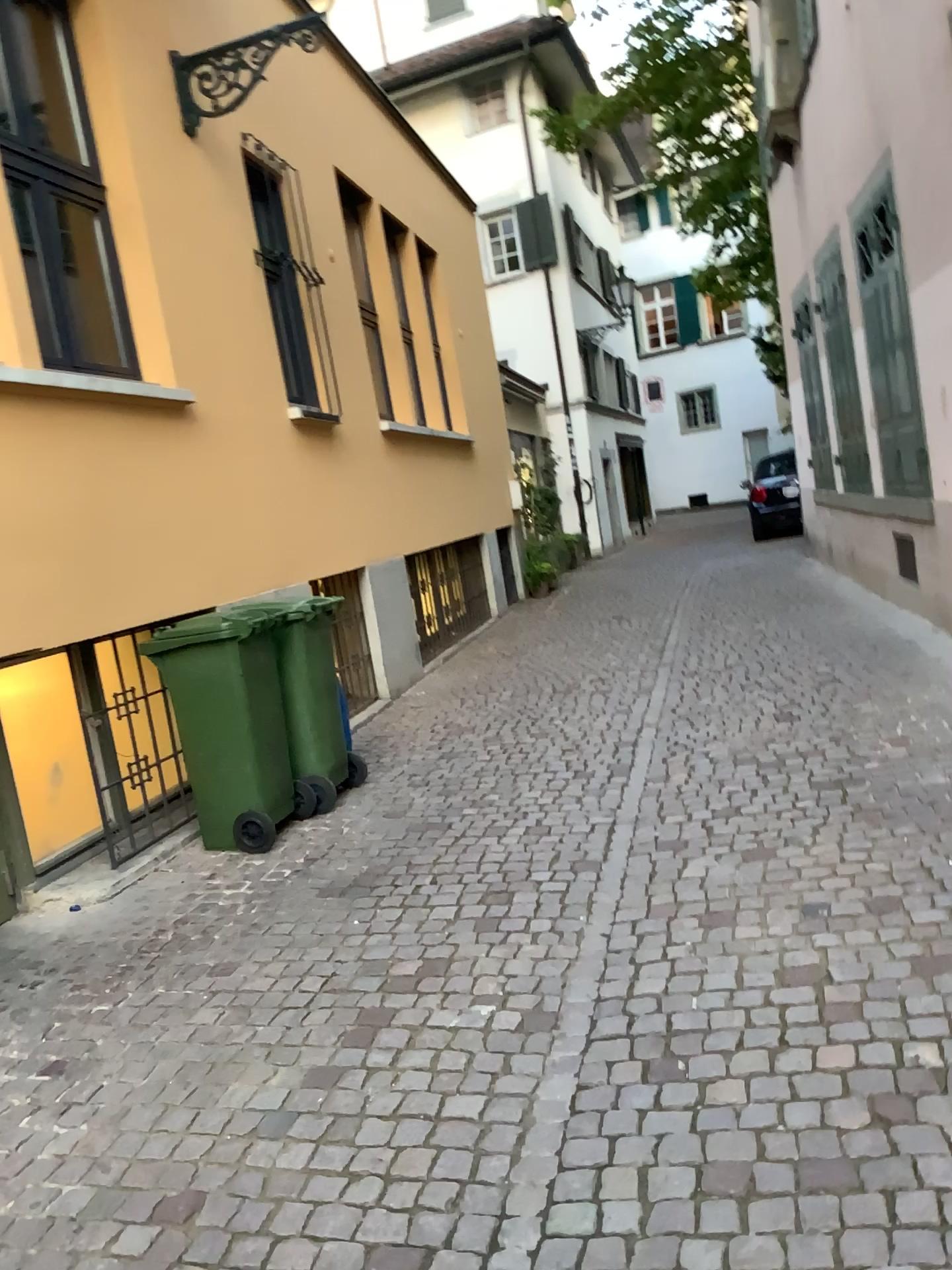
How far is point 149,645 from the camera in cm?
462

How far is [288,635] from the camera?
4.7m

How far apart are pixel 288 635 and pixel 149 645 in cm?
60

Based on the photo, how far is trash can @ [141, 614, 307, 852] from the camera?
4.62m

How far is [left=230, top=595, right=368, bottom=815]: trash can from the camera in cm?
474

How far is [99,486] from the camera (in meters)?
4.48
